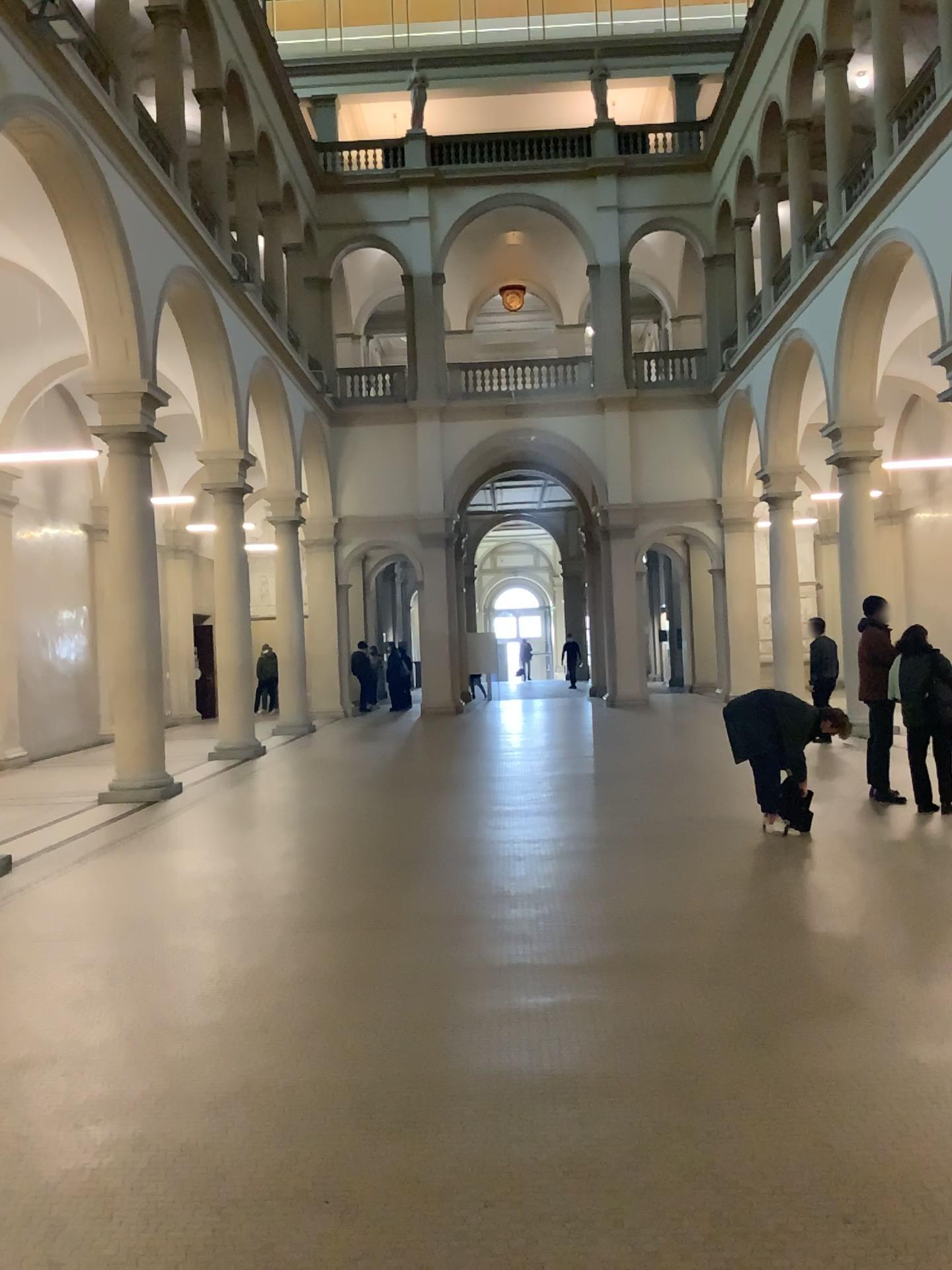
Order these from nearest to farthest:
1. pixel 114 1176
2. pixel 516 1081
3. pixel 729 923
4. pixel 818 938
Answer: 1. pixel 114 1176
2. pixel 516 1081
3. pixel 818 938
4. pixel 729 923
